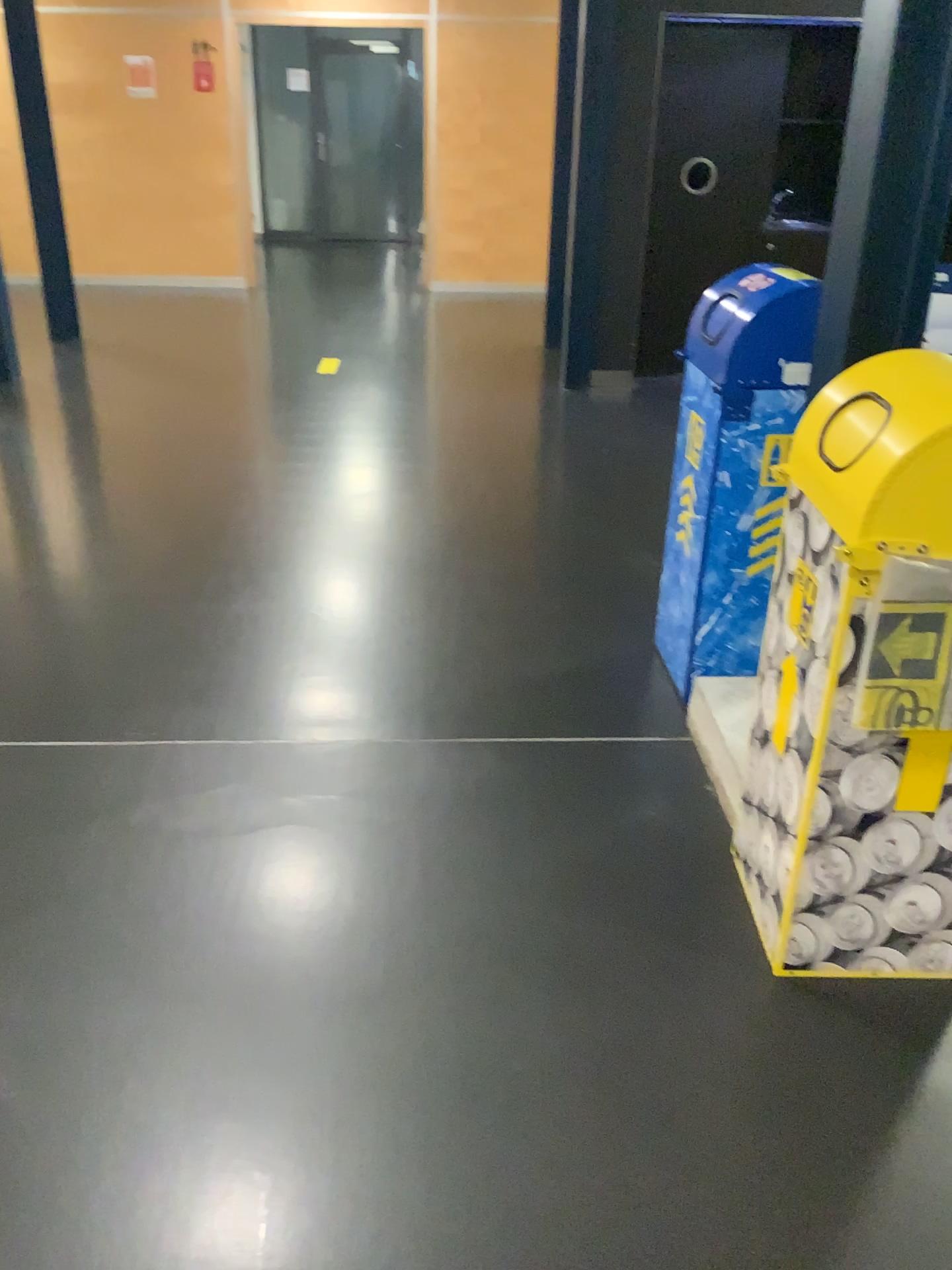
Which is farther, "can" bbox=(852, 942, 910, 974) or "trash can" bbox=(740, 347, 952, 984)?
"can" bbox=(852, 942, 910, 974)

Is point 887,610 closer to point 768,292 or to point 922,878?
point 922,878

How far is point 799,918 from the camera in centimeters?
→ 194cm

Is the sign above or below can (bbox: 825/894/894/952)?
above

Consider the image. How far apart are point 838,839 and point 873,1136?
0.5m

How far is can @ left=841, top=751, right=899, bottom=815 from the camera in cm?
173

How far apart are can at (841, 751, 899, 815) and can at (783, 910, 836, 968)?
0.3 meters

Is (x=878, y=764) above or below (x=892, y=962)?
above

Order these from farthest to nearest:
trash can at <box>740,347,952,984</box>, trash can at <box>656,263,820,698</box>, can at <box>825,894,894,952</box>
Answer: trash can at <box>656,263,820,698</box>, can at <box>825,894,894,952</box>, trash can at <box>740,347,952,984</box>

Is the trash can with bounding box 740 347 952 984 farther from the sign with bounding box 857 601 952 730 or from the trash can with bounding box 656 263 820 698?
the trash can with bounding box 656 263 820 698
